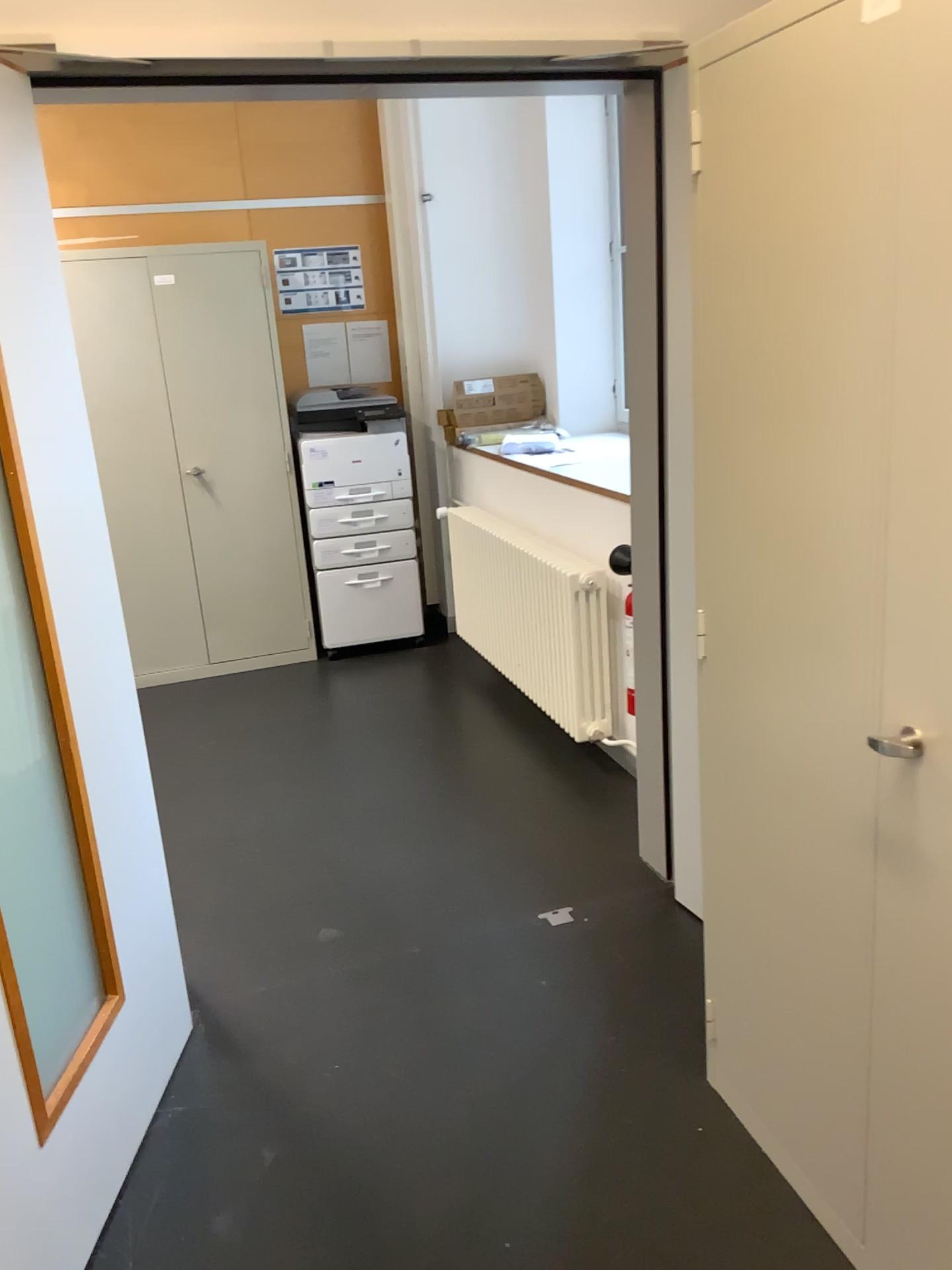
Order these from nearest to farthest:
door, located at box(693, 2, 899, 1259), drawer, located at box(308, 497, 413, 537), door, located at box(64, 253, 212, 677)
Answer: door, located at box(693, 2, 899, 1259) → door, located at box(64, 253, 212, 677) → drawer, located at box(308, 497, 413, 537)

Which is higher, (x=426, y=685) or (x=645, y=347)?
(x=645, y=347)

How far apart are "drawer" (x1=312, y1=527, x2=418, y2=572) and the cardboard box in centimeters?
64cm

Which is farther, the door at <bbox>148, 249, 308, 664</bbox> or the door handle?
the door at <bbox>148, 249, 308, 664</bbox>

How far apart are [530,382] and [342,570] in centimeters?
125cm

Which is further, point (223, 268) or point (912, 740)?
point (223, 268)

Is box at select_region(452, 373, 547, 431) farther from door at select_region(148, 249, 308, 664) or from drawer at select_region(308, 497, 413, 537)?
door at select_region(148, 249, 308, 664)

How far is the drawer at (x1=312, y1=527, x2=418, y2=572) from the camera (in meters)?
4.86

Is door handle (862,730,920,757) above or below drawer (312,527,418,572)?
above

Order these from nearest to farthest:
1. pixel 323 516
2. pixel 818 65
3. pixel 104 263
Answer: pixel 818 65 < pixel 104 263 < pixel 323 516
